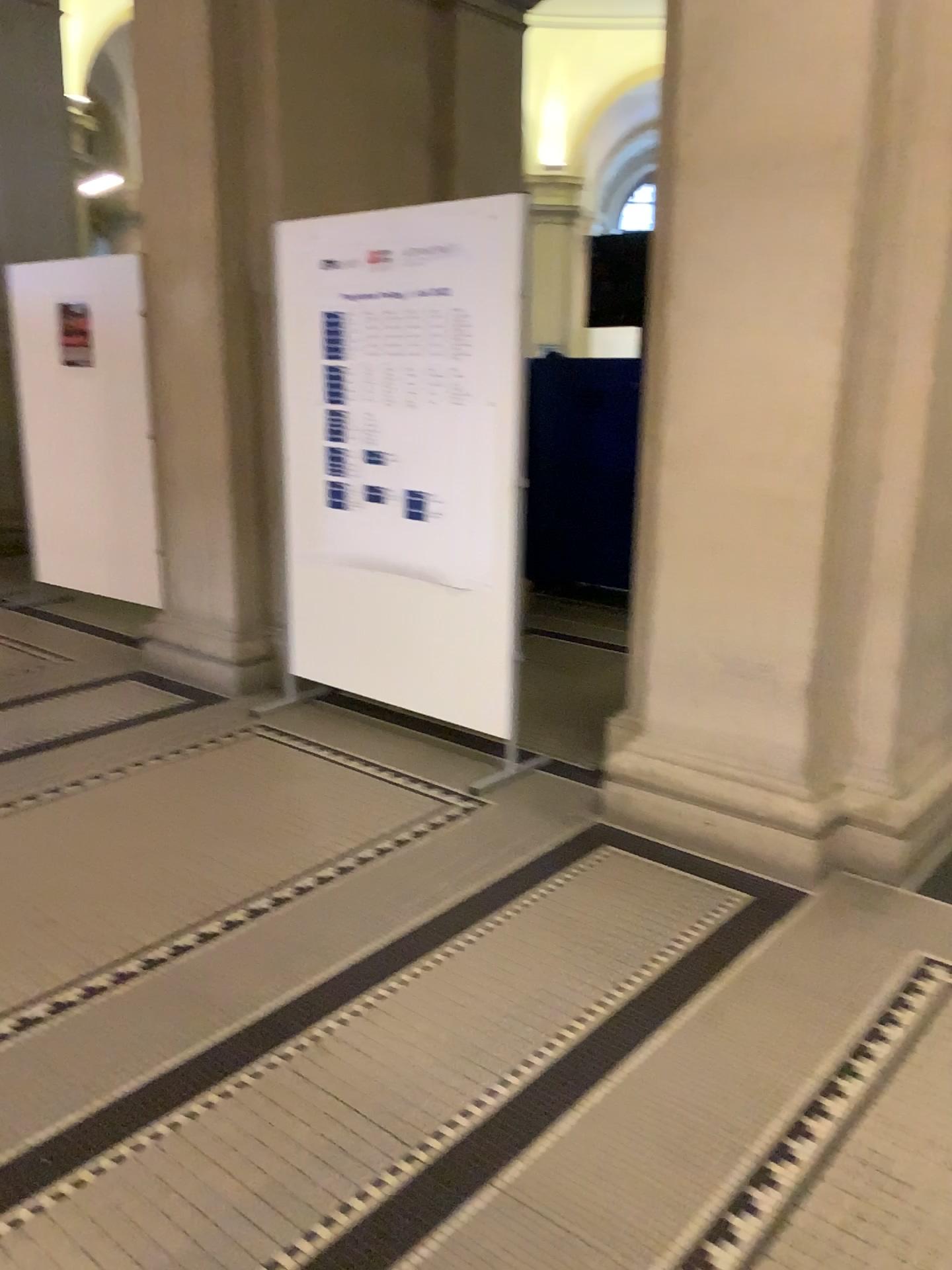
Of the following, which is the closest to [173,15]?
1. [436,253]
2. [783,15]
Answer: [436,253]

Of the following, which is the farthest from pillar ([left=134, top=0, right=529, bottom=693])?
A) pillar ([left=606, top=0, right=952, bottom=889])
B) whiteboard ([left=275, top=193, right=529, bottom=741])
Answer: pillar ([left=606, top=0, right=952, bottom=889])

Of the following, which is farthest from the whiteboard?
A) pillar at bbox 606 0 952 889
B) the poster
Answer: pillar at bbox 606 0 952 889

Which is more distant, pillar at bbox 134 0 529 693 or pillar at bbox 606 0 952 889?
pillar at bbox 134 0 529 693

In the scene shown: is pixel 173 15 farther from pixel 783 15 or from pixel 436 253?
pixel 783 15

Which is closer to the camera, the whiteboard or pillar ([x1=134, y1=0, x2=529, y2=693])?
the whiteboard

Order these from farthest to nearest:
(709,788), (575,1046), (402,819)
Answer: (402,819) < (709,788) < (575,1046)

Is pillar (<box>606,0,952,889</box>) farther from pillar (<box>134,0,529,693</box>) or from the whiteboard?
pillar (<box>134,0,529,693</box>)

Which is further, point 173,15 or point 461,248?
point 173,15

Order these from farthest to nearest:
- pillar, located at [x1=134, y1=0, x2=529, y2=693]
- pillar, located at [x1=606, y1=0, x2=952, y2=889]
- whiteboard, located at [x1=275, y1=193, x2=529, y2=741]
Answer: pillar, located at [x1=134, y1=0, x2=529, y2=693], whiteboard, located at [x1=275, y1=193, x2=529, y2=741], pillar, located at [x1=606, y1=0, x2=952, y2=889]
